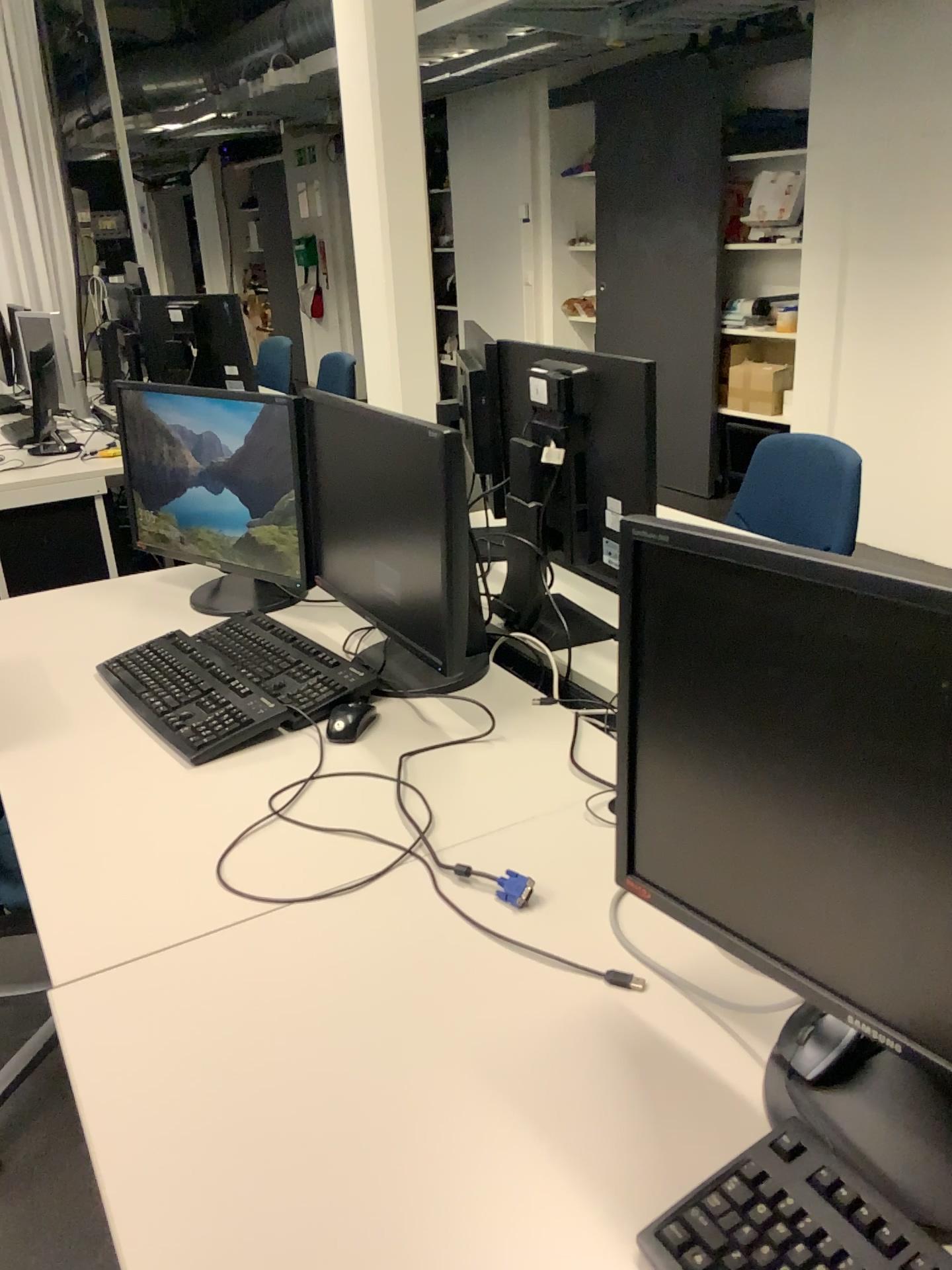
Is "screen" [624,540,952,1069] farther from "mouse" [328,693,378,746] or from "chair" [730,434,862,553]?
"chair" [730,434,862,553]

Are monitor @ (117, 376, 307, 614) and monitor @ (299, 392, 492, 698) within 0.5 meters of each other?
yes

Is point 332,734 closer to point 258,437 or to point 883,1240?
point 258,437

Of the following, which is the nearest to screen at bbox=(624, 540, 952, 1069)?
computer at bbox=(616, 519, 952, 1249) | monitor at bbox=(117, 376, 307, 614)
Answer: computer at bbox=(616, 519, 952, 1249)

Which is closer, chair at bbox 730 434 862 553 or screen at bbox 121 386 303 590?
screen at bbox 121 386 303 590

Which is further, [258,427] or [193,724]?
[258,427]

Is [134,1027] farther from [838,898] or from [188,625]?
[188,625]

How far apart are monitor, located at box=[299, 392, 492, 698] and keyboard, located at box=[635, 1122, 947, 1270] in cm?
91

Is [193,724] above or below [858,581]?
below

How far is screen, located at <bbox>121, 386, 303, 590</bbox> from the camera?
2.00m
